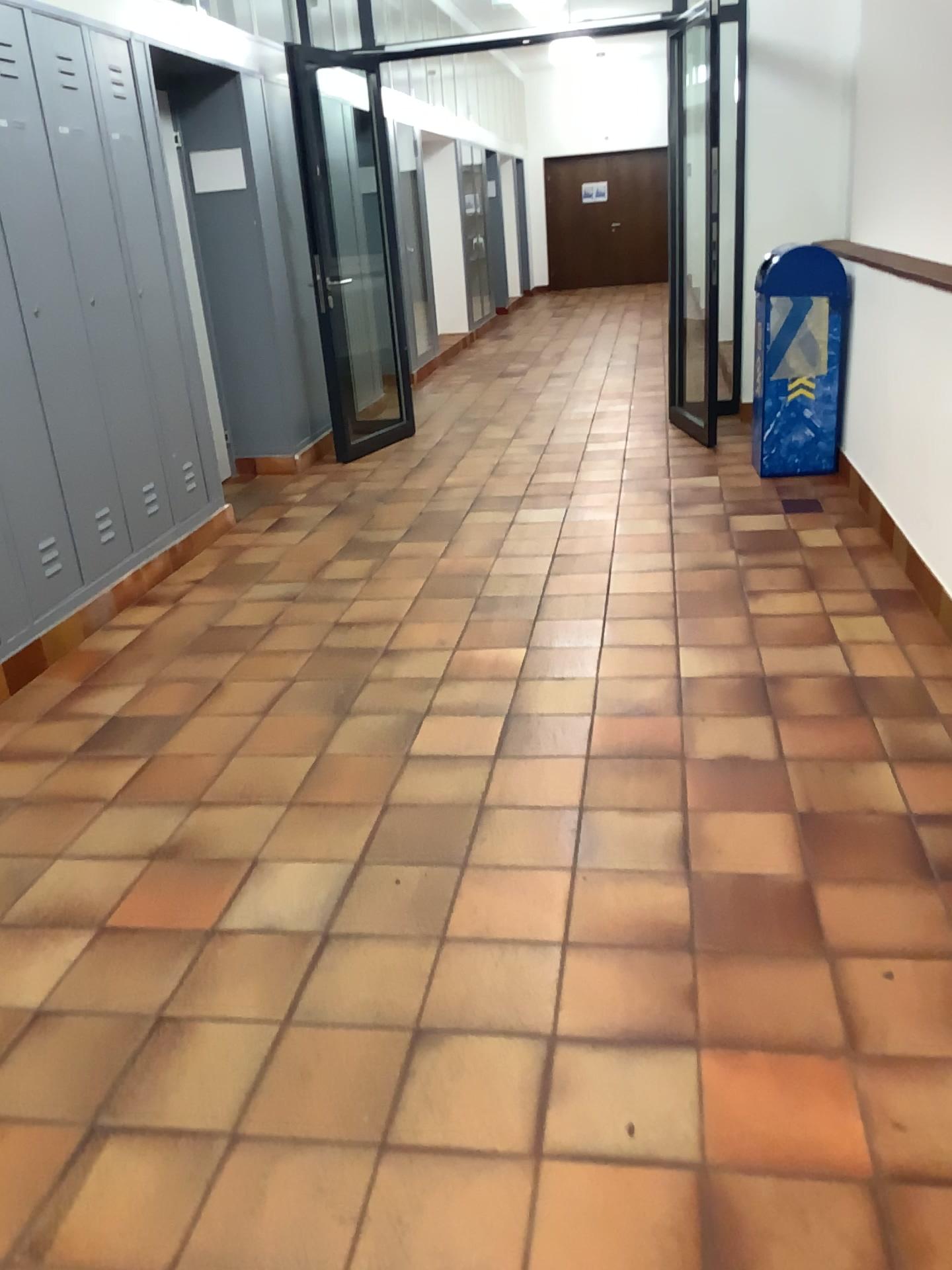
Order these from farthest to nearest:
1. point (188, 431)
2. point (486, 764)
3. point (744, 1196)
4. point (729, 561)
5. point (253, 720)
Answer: point (188, 431) < point (729, 561) < point (253, 720) < point (486, 764) < point (744, 1196)

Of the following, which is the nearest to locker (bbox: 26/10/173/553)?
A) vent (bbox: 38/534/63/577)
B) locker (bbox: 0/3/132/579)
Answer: locker (bbox: 0/3/132/579)

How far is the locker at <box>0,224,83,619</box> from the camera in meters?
3.5 m

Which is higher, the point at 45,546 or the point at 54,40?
the point at 54,40

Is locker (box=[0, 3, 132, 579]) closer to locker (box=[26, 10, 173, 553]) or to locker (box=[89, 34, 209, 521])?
locker (box=[26, 10, 173, 553])

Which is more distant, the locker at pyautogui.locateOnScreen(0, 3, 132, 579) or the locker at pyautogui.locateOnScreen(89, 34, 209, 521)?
the locker at pyautogui.locateOnScreen(89, 34, 209, 521)

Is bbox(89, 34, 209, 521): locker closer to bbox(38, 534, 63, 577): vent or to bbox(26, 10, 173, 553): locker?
bbox(26, 10, 173, 553): locker

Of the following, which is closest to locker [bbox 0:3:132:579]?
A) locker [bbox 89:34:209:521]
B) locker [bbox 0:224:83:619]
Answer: locker [bbox 0:224:83:619]

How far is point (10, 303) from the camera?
3.5 meters

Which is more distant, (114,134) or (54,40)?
(114,134)
